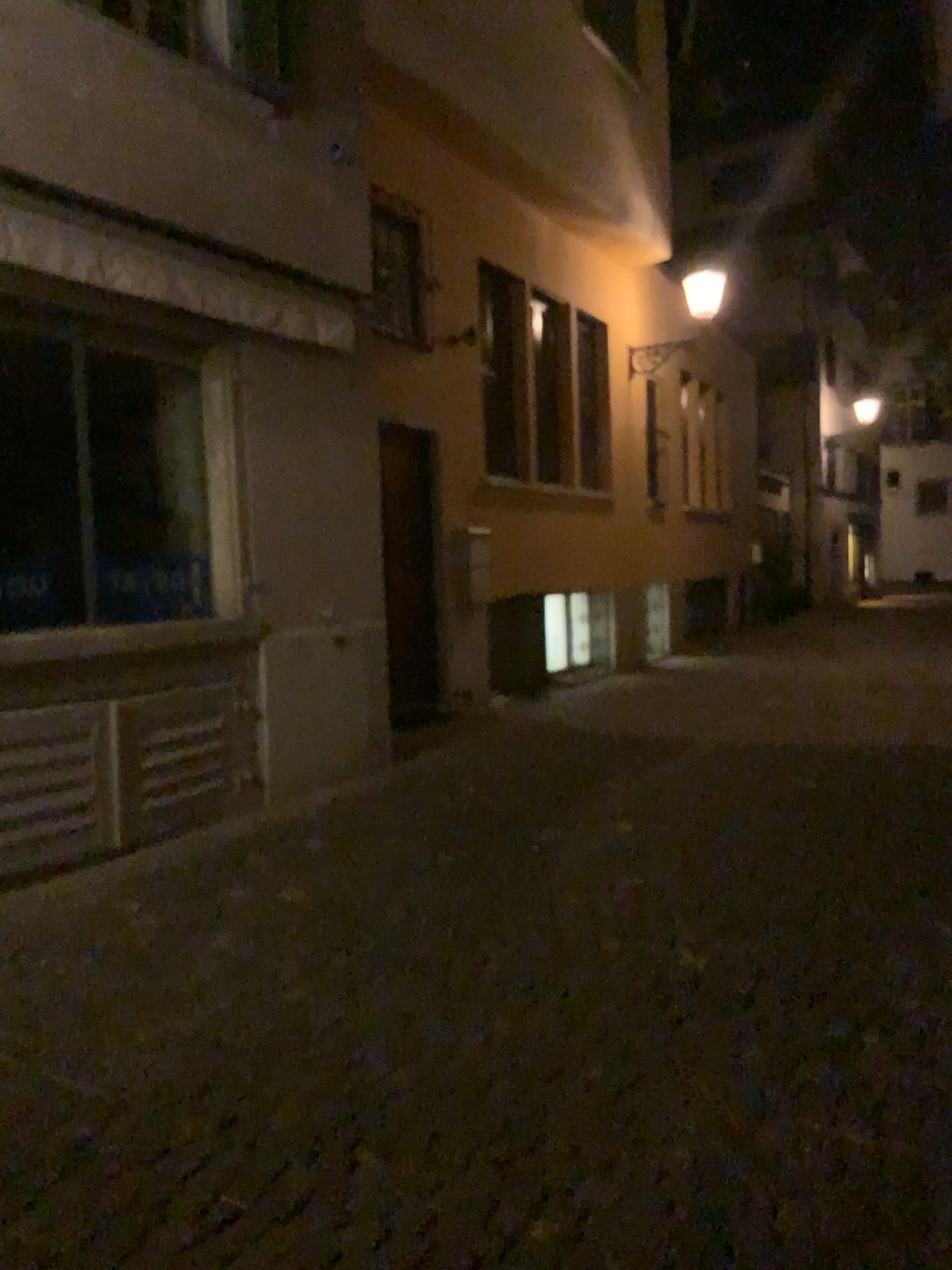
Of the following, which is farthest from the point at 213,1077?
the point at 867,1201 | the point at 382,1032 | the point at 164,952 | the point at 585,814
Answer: the point at 585,814
